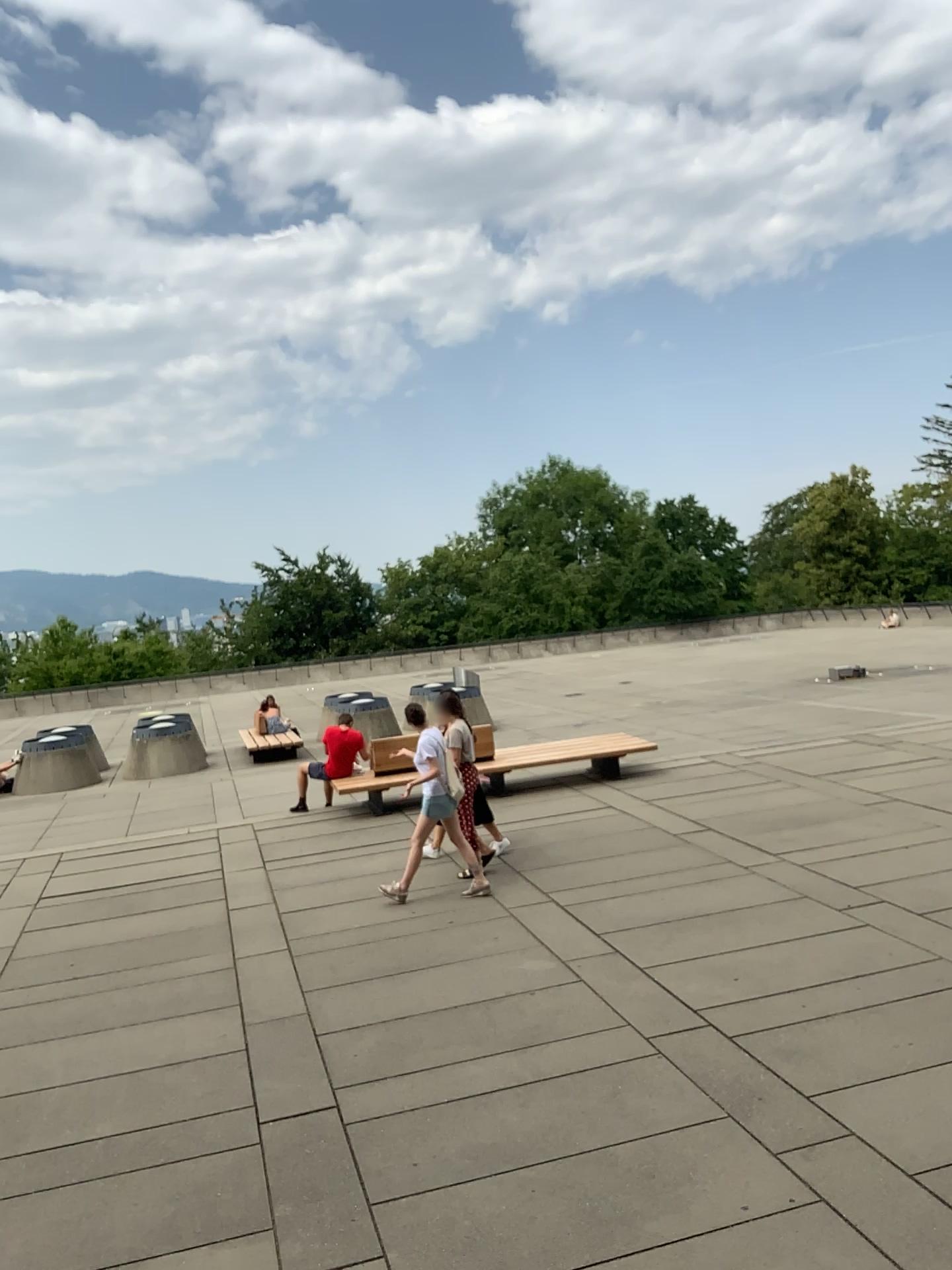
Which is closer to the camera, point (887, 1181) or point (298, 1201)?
point (887, 1181)
